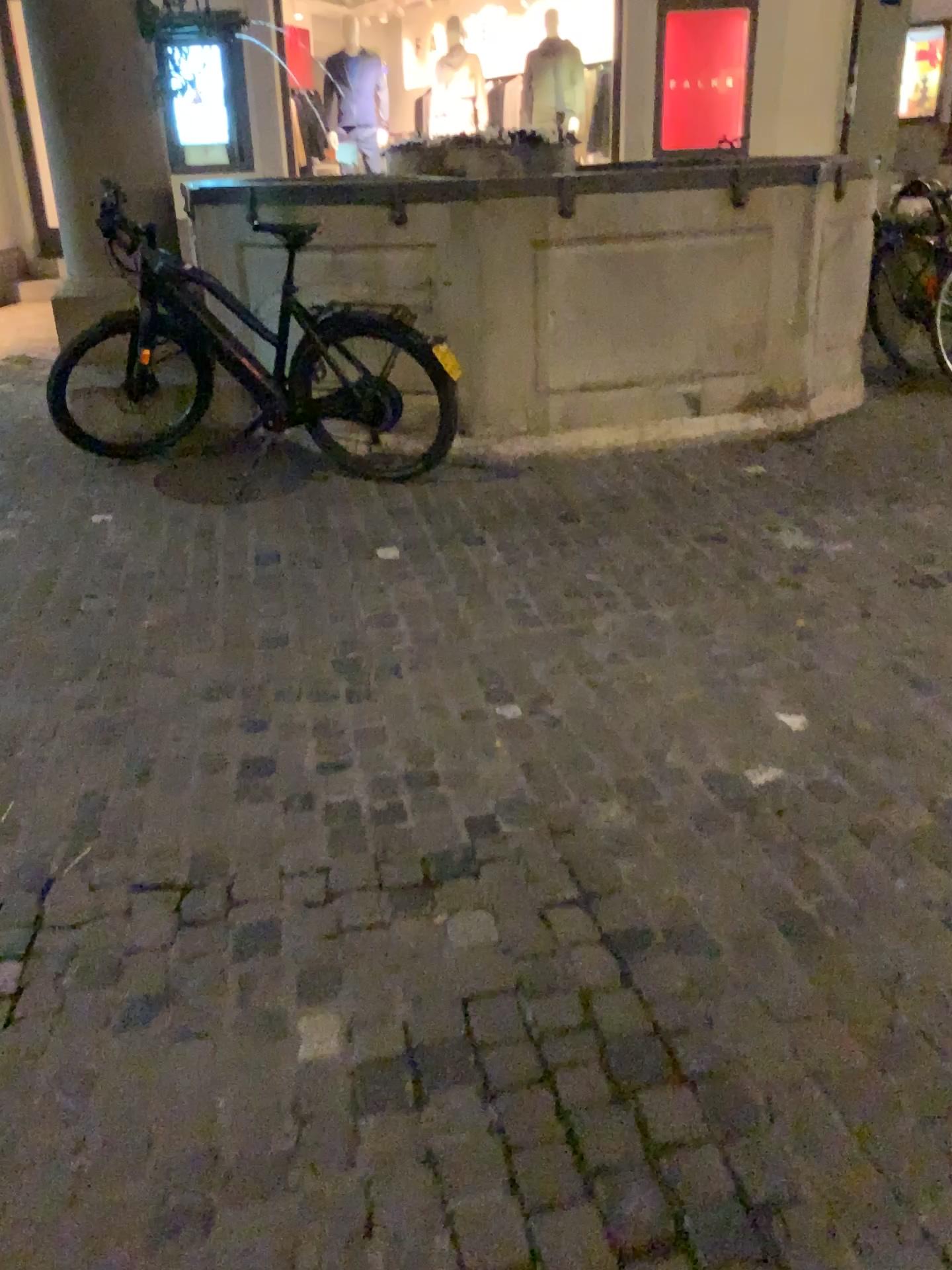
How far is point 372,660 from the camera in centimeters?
291cm
